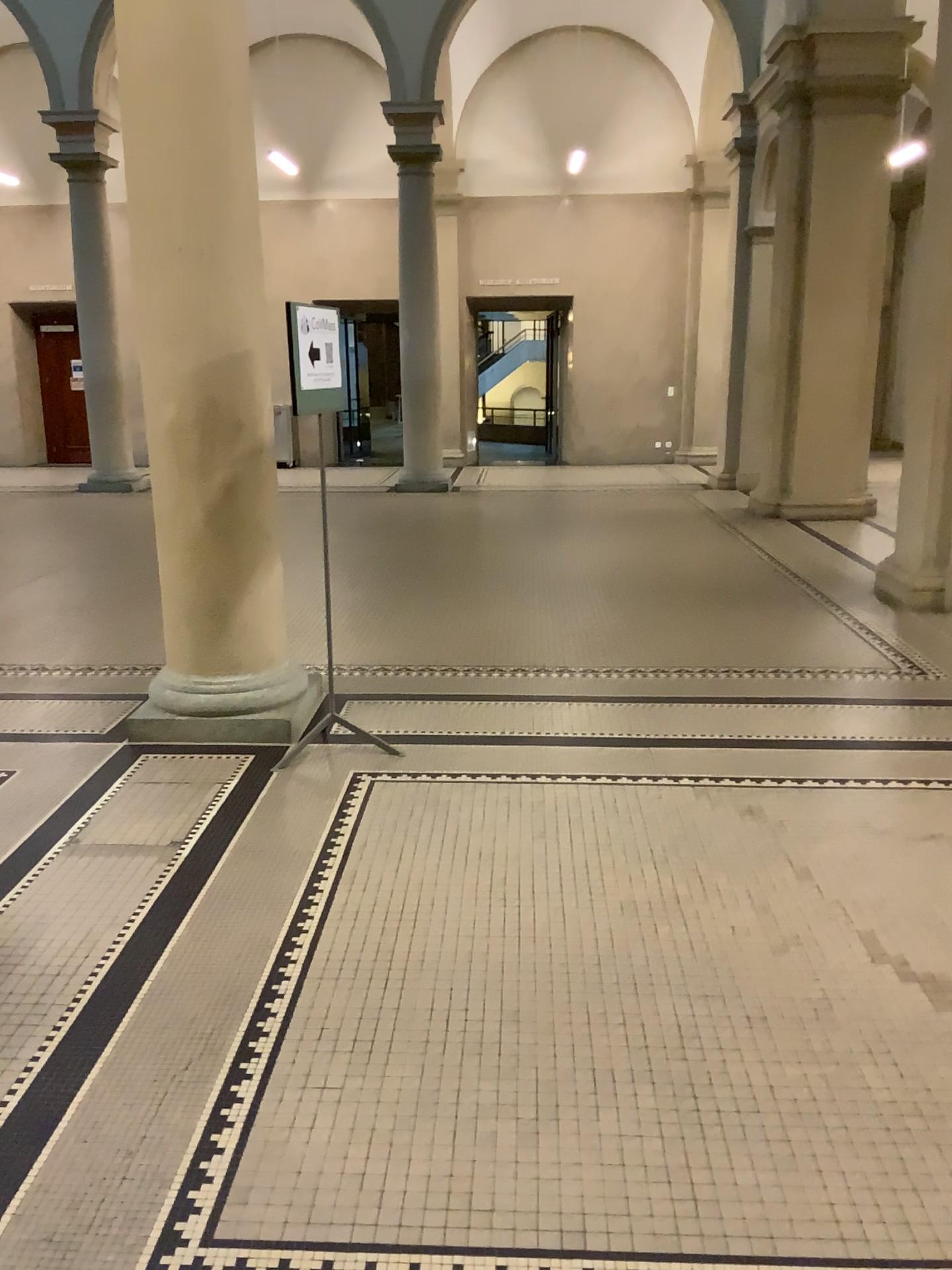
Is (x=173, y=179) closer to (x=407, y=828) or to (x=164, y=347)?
(x=164, y=347)
